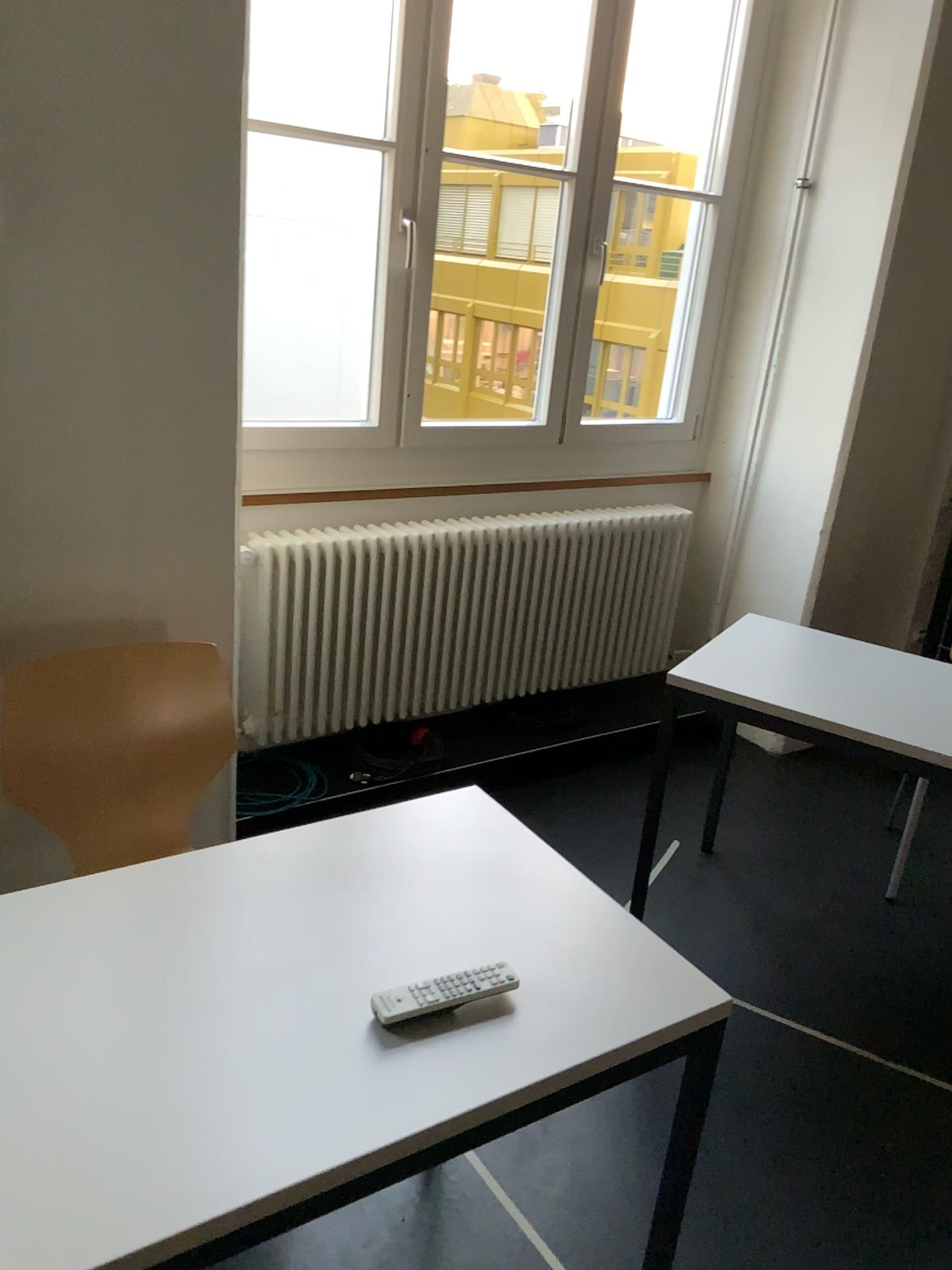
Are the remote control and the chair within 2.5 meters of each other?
yes

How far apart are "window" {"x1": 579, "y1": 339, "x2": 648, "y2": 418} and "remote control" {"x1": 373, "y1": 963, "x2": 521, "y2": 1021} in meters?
3.1

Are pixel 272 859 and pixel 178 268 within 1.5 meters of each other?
yes

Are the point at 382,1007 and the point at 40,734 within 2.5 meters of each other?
yes

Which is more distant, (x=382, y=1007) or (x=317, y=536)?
(x=317, y=536)

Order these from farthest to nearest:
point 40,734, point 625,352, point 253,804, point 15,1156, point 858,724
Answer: point 625,352 → point 253,804 → point 858,724 → point 40,734 → point 15,1156

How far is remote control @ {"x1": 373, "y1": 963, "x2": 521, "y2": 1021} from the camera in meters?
1.2

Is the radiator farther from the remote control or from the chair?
the remote control

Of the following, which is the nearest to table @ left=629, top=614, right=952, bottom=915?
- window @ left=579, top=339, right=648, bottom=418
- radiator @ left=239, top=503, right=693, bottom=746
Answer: radiator @ left=239, top=503, right=693, bottom=746

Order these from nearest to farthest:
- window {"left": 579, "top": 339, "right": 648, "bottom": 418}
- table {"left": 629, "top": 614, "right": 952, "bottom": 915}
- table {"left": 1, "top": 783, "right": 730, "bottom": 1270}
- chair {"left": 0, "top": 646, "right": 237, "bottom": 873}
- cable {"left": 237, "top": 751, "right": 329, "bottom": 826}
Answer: table {"left": 1, "top": 783, "right": 730, "bottom": 1270} < chair {"left": 0, "top": 646, "right": 237, "bottom": 873} < table {"left": 629, "top": 614, "right": 952, "bottom": 915} < cable {"left": 237, "top": 751, "right": 329, "bottom": 826} < window {"left": 579, "top": 339, "right": 648, "bottom": 418}
